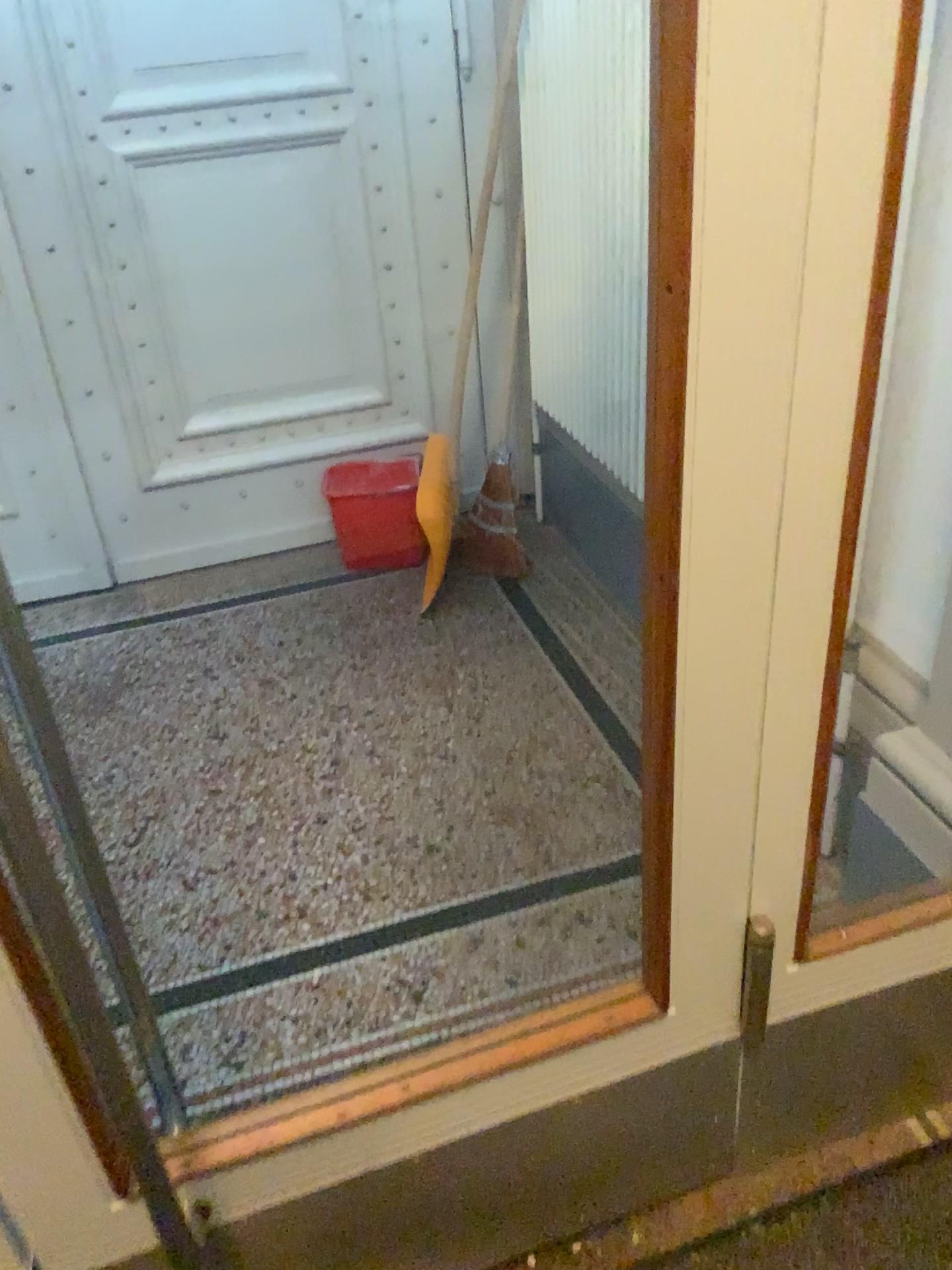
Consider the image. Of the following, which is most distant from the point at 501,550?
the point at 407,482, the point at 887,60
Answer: the point at 887,60

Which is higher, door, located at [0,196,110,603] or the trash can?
door, located at [0,196,110,603]

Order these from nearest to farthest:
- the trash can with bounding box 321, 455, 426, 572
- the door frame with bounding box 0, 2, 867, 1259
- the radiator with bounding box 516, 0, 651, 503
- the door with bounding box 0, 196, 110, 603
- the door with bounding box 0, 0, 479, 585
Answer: the door frame with bounding box 0, 2, 867, 1259, the door with bounding box 0, 196, 110, 603, the radiator with bounding box 516, 0, 651, 503, the door with bounding box 0, 0, 479, 585, the trash can with bounding box 321, 455, 426, 572

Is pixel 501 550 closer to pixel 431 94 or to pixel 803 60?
pixel 431 94

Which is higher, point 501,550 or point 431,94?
point 431,94

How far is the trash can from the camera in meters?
3.1 m

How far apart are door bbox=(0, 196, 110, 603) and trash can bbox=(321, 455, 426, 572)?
1.3m

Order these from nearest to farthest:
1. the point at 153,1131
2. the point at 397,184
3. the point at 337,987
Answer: the point at 153,1131, the point at 337,987, the point at 397,184

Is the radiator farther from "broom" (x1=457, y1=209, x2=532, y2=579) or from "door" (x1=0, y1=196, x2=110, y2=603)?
"door" (x1=0, y1=196, x2=110, y2=603)

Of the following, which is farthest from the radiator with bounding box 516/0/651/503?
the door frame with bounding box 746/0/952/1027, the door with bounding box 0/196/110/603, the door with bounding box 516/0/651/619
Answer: the door with bounding box 0/196/110/603
